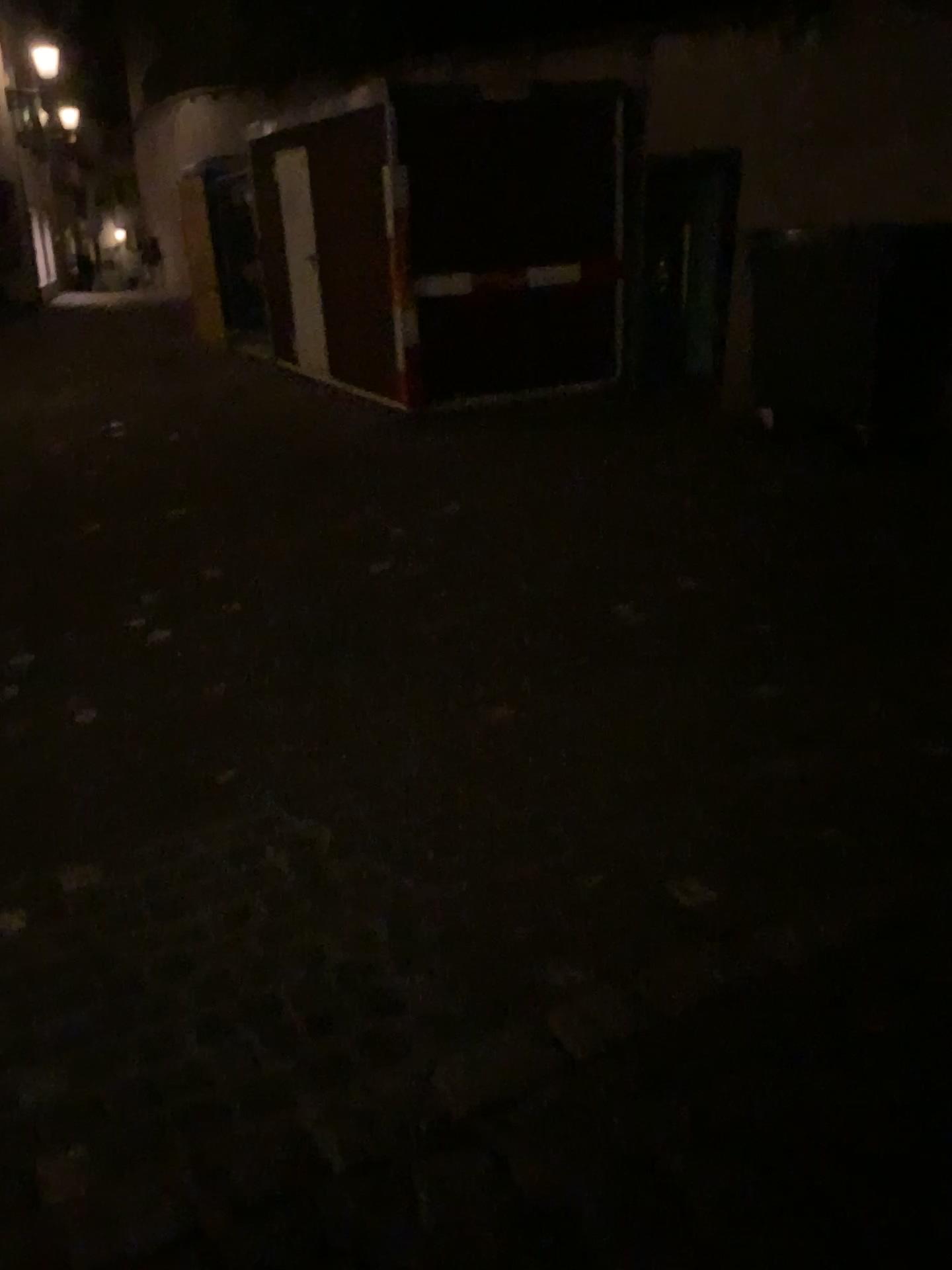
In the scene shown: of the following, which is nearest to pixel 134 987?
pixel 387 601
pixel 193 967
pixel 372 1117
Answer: pixel 193 967
